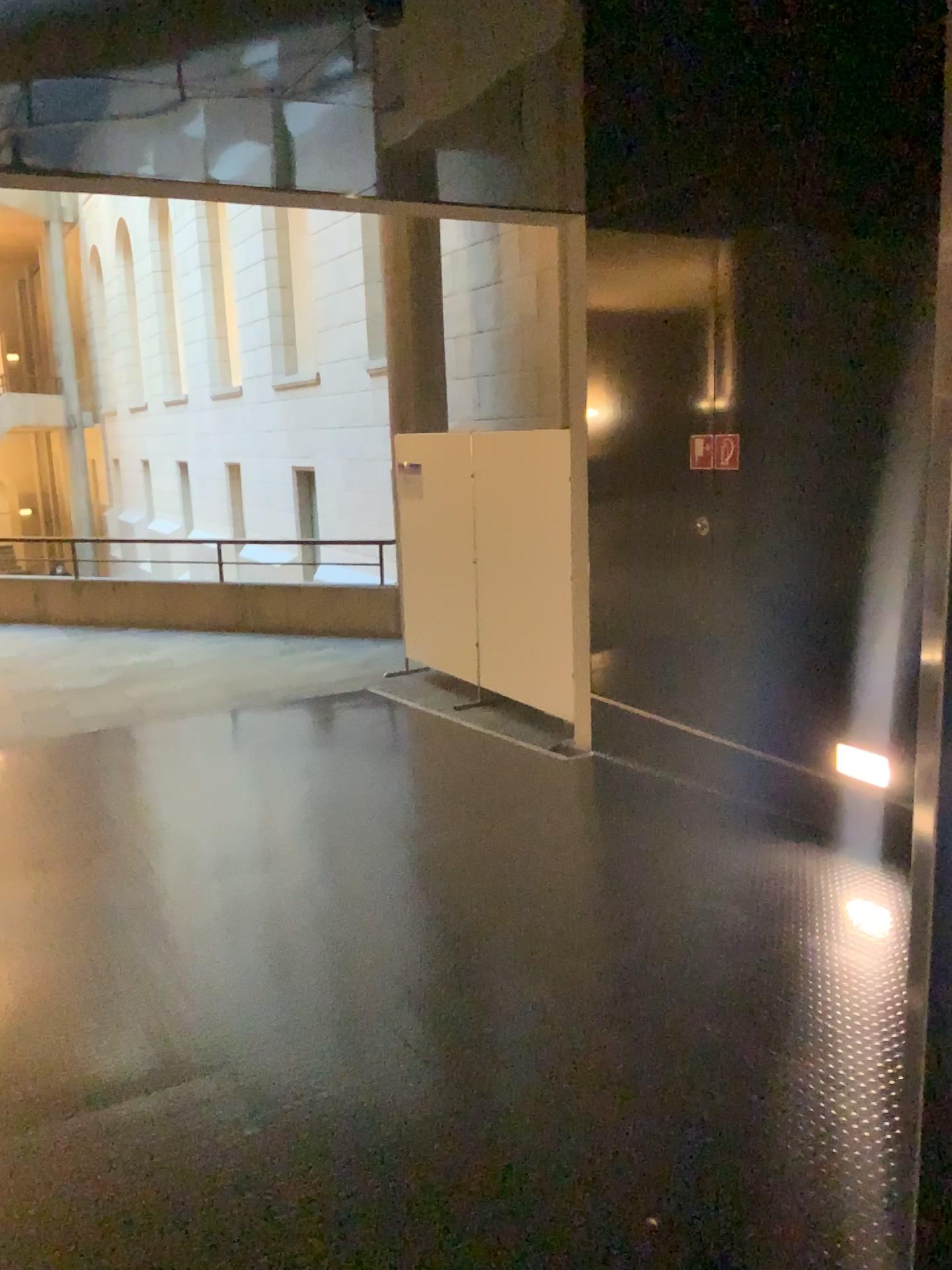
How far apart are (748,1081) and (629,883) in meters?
1.3
